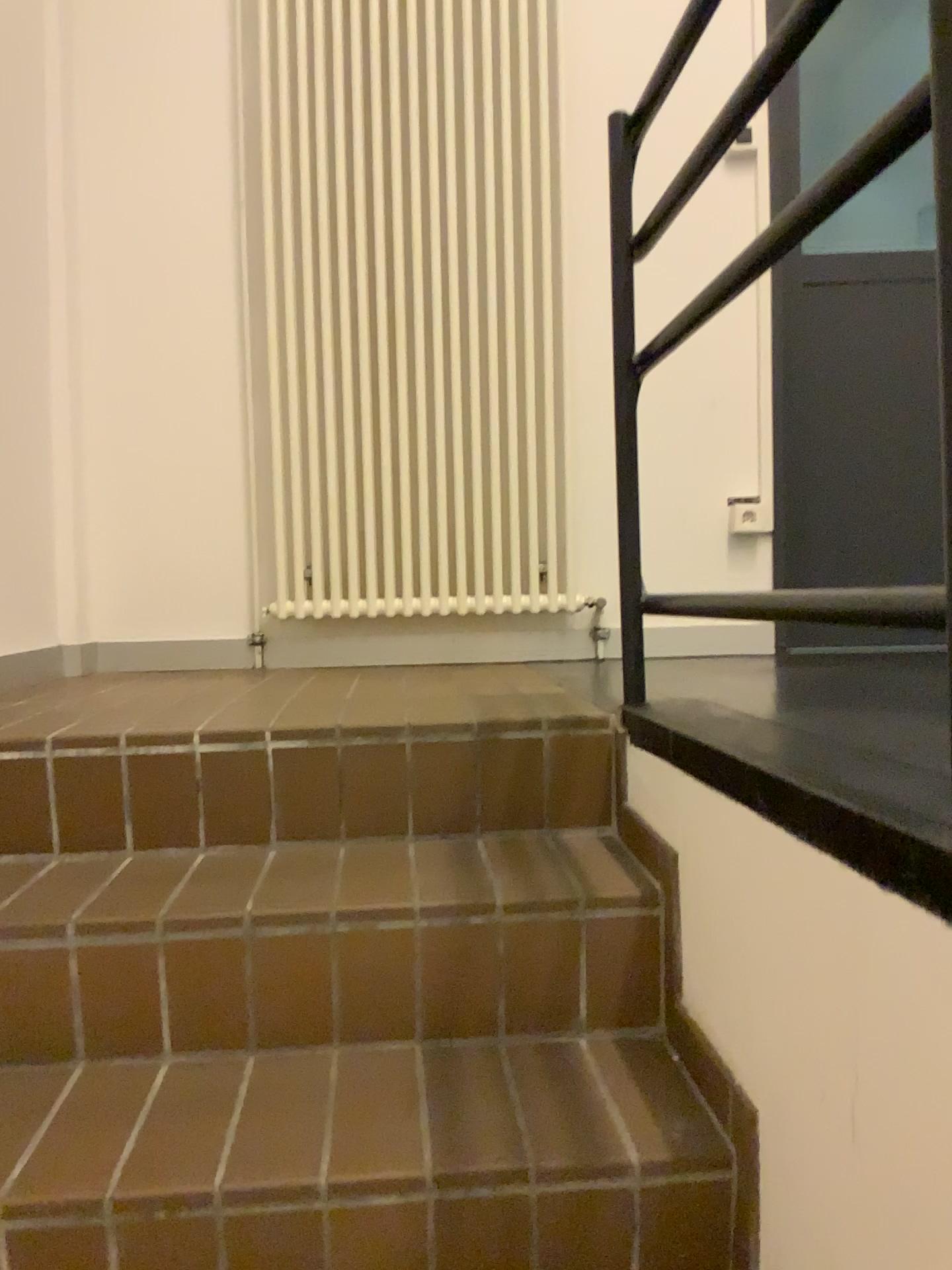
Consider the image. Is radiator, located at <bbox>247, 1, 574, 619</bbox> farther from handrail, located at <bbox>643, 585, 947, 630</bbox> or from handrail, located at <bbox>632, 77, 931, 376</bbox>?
handrail, located at <bbox>643, 585, 947, 630</bbox>

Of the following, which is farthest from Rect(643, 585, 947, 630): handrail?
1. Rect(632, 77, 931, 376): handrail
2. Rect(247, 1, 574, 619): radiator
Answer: Rect(247, 1, 574, 619): radiator

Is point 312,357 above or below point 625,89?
below

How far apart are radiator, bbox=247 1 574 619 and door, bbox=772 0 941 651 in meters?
0.6

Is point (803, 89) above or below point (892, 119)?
above

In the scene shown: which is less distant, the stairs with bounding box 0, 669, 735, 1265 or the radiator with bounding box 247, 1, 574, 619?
the stairs with bounding box 0, 669, 735, 1265

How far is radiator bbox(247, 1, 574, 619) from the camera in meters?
2.6

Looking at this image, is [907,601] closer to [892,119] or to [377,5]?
[892,119]

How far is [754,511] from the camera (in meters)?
2.67

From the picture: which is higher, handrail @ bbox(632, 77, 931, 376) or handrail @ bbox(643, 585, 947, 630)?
handrail @ bbox(632, 77, 931, 376)
